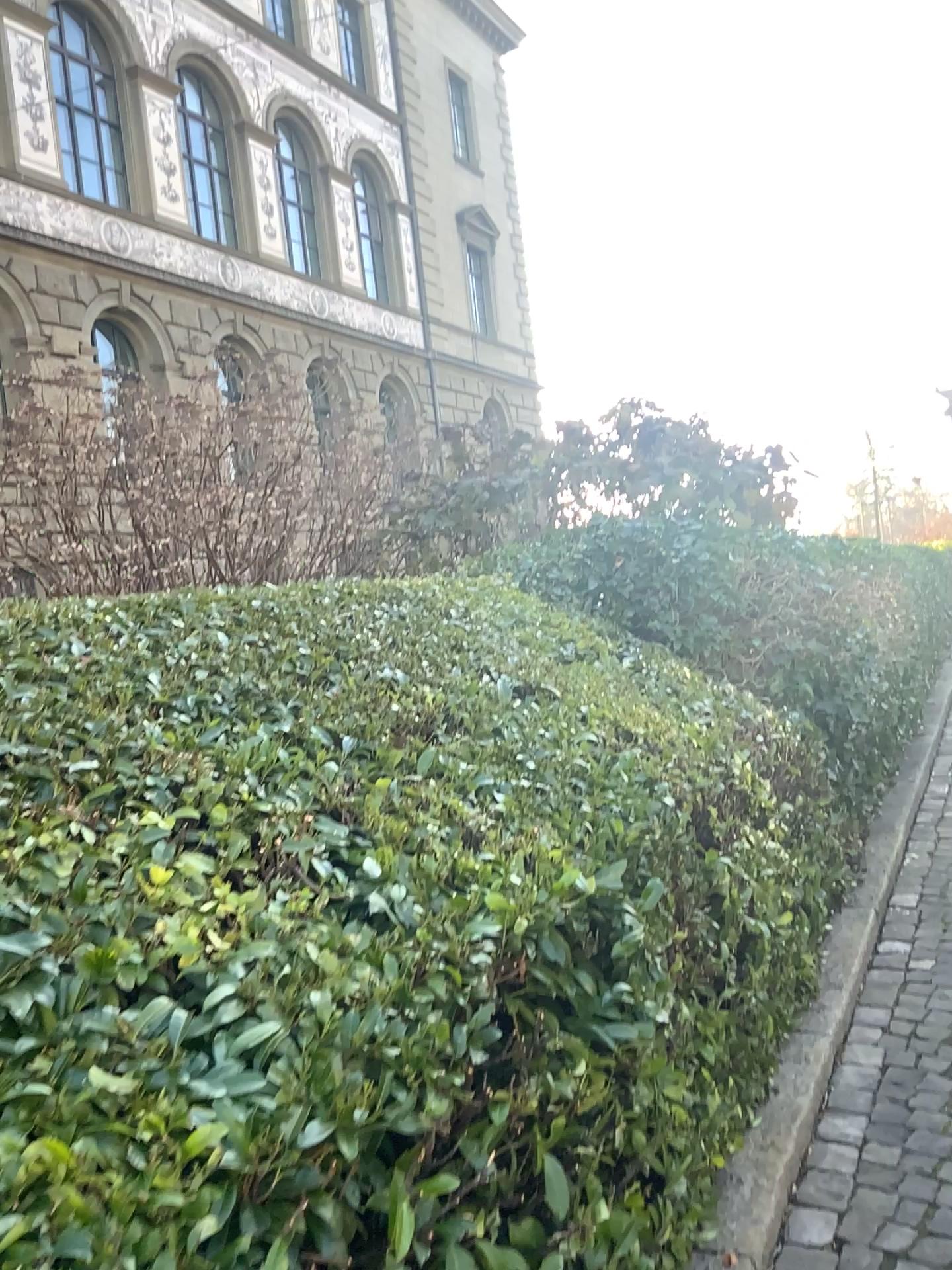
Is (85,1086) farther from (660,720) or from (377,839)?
(660,720)
